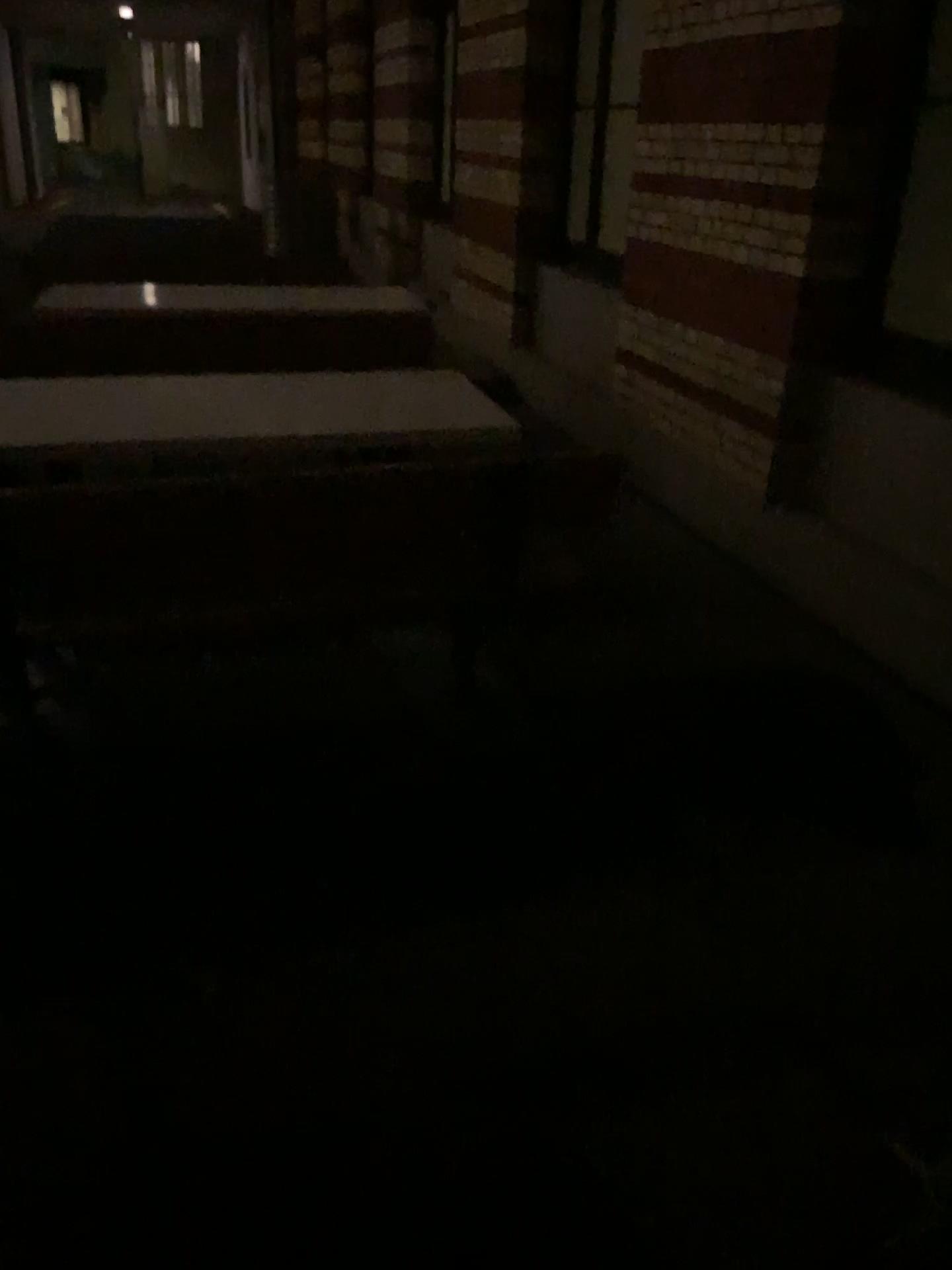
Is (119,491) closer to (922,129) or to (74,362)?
(74,362)

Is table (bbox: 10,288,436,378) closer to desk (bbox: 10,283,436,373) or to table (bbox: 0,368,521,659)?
desk (bbox: 10,283,436,373)

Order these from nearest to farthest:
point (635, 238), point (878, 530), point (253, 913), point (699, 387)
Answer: point (253, 913)
point (878, 530)
point (699, 387)
point (635, 238)

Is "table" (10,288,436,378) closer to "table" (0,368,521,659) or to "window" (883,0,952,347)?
"table" (0,368,521,659)

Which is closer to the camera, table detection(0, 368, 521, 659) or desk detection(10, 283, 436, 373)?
table detection(0, 368, 521, 659)

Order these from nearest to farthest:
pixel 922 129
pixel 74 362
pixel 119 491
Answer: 1. pixel 119 491
2. pixel 922 129
3. pixel 74 362

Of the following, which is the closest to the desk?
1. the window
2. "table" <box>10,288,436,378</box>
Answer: "table" <box>10,288,436,378</box>

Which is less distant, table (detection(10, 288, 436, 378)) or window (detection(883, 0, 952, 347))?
window (detection(883, 0, 952, 347))

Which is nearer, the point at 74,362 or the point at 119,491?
the point at 119,491

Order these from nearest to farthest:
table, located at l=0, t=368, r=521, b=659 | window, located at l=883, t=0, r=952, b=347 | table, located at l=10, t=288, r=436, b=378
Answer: table, located at l=0, t=368, r=521, b=659 → window, located at l=883, t=0, r=952, b=347 → table, located at l=10, t=288, r=436, b=378
